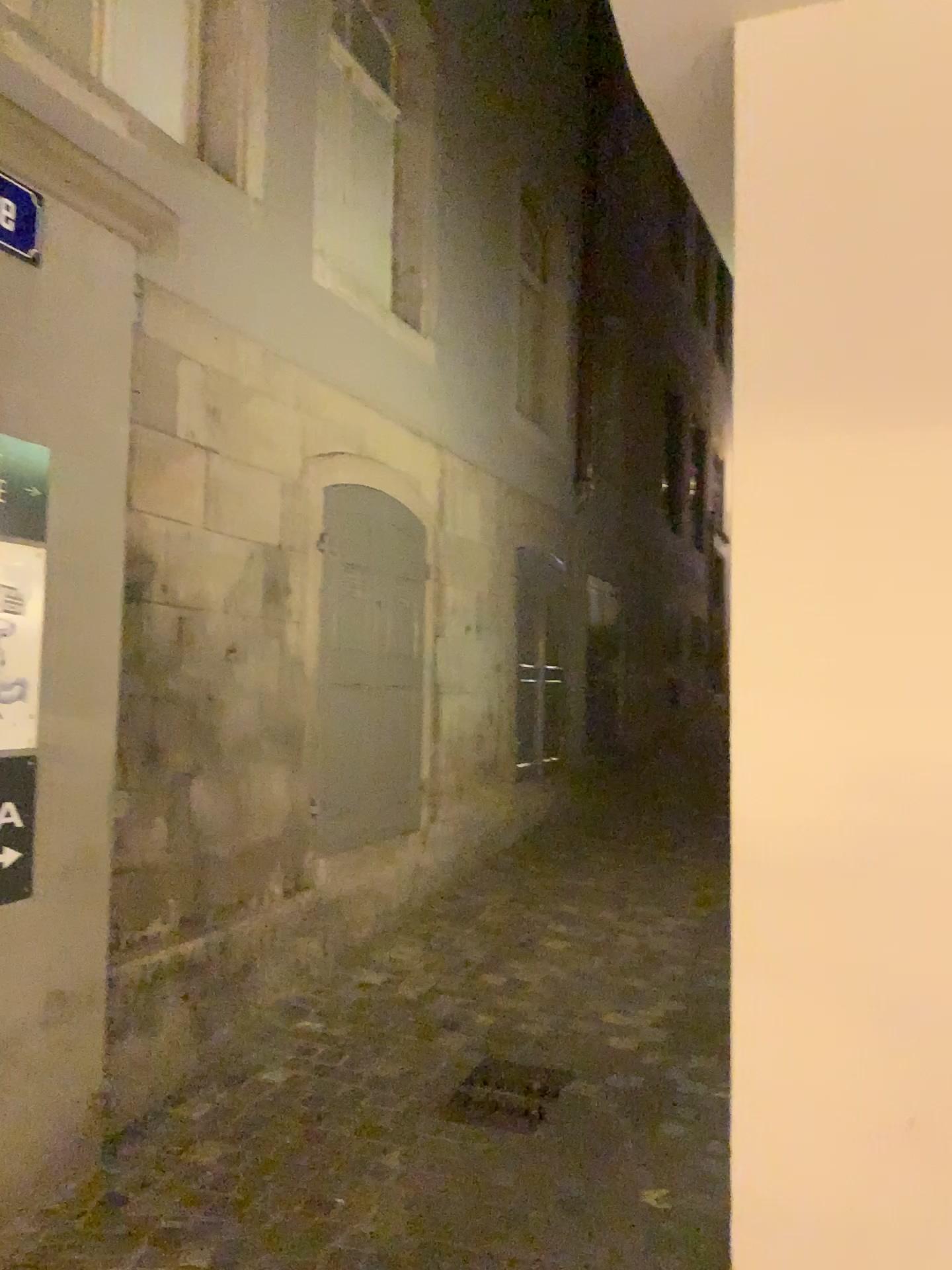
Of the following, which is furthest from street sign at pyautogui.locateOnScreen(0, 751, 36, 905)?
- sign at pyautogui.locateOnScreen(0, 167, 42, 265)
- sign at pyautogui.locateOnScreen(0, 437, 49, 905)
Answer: sign at pyautogui.locateOnScreen(0, 167, 42, 265)

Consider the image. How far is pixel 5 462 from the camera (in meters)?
2.88

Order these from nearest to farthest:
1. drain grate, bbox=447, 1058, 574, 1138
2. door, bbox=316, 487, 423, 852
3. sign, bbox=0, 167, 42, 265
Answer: sign, bbox=0, 167, 42, 265
drain grate, bbox=447, 1058, 574, 1138
door, bbox=316, 487, 423, 852

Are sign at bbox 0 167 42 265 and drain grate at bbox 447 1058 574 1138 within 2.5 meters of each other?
no

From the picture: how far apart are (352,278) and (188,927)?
3.1m

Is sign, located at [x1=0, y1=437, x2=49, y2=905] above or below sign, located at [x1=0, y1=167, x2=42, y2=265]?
below

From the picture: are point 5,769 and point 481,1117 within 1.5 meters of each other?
no

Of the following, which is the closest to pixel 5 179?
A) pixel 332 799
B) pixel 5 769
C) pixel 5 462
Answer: pixel 5 462

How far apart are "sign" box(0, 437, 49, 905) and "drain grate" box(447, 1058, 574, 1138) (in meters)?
1.61

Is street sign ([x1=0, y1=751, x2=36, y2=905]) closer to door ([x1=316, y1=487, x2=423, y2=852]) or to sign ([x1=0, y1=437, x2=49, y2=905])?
sign ([x1=0, y1=437, x2=49, y2=905])
